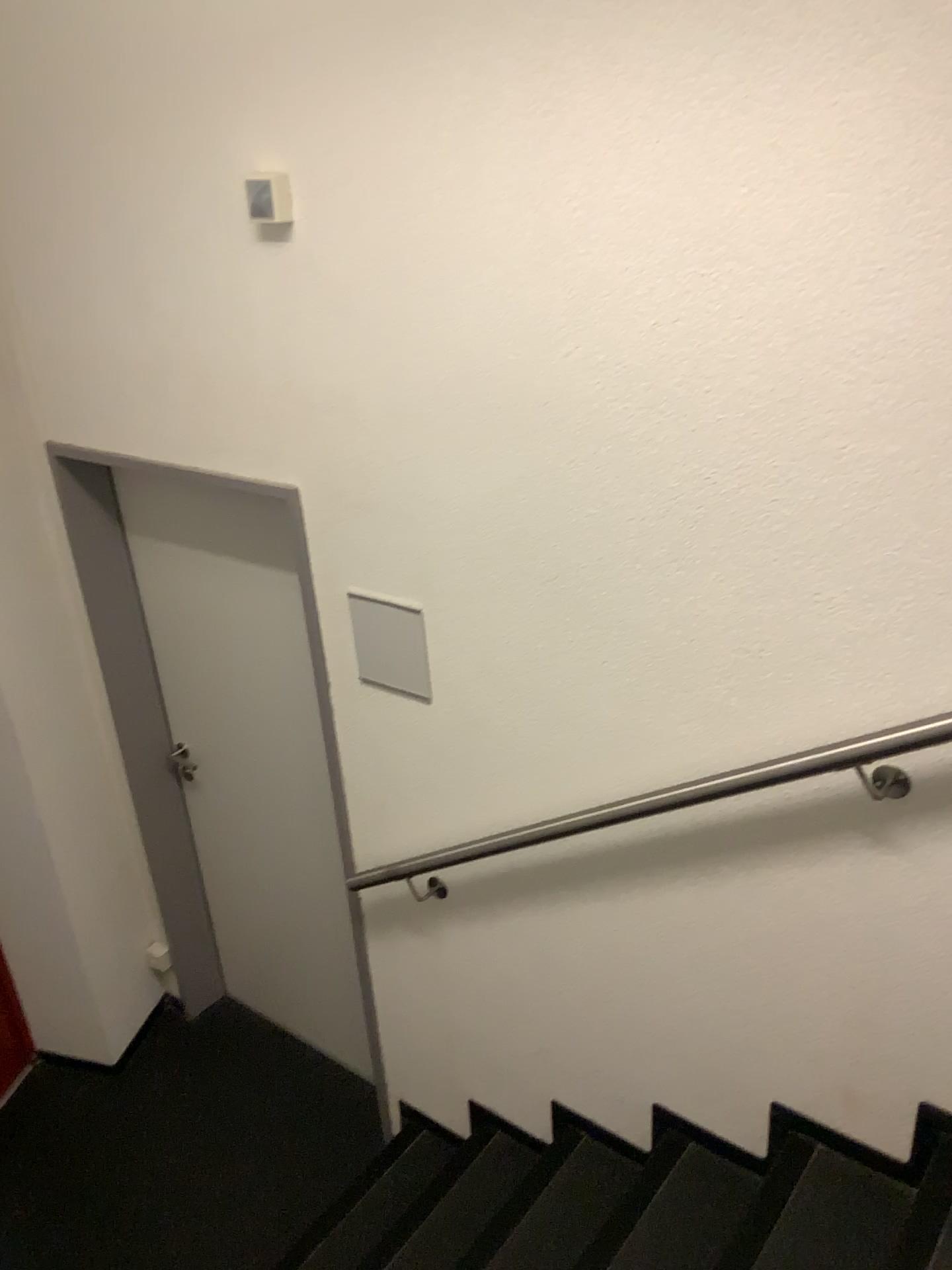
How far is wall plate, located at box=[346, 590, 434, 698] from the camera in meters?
2.2 m

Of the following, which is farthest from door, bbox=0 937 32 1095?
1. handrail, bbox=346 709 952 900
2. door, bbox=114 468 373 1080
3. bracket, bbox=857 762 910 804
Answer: bracket, bbox=857 762 910 804

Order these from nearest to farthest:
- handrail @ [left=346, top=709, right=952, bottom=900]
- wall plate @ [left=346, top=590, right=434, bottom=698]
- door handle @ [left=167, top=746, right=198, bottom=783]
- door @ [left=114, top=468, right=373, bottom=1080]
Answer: handrail @ [left=346, top=709, right=952, bottom=900] → wall plate @ [left=346, top=590, right=434, bottom=698] → door @ [left=114, top=468, right=373, bottom=1080] → door handle @ [left=167, top=746, right=198, bottom=783]

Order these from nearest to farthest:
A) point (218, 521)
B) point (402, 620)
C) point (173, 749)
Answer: point (402, 620) → point (218, 521) → point (173, 749)

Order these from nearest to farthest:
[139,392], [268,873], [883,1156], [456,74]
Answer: [456,74]
[883,1156]
[139,392]
[268,873]

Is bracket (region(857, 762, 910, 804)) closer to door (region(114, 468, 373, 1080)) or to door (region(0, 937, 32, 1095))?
door (region(114, 468, 373, 1080))

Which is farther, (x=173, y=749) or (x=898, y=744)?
(x=173, y=749)

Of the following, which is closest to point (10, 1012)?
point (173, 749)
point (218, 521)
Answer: point (173, 749)

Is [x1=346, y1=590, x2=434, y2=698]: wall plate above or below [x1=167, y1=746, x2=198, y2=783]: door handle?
above

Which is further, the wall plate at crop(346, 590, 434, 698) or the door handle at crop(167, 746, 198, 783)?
the door handle at crop(167, 746, 198, 783)
